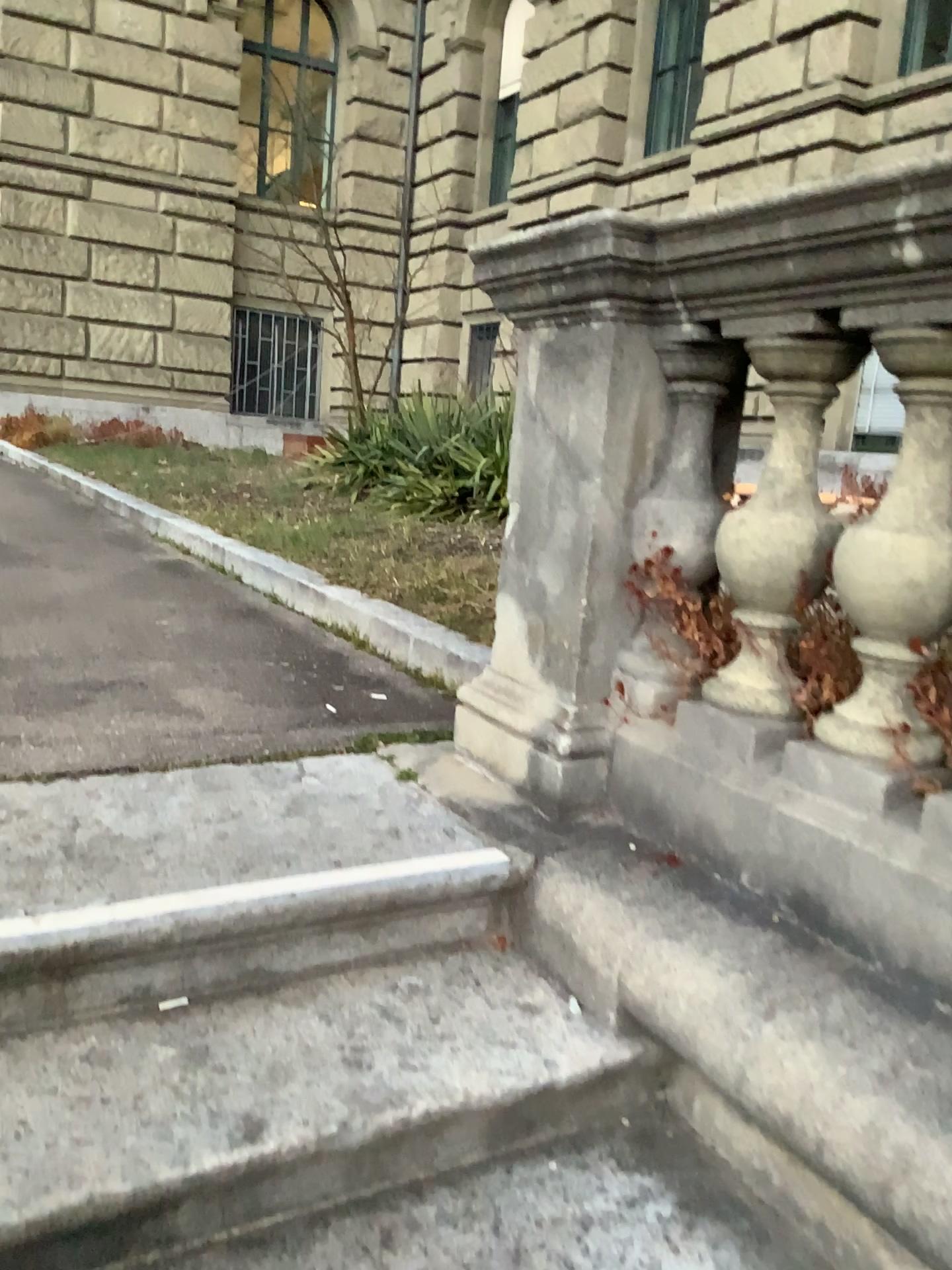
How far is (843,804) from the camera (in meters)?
1.52

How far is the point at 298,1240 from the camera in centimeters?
129cm

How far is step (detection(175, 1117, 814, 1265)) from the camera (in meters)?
1.29

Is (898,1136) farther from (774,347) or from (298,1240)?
(774,347)

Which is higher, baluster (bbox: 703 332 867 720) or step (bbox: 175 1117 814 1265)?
baluster (bbox: 703 332 867 720)

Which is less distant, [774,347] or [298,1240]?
[298,1240]

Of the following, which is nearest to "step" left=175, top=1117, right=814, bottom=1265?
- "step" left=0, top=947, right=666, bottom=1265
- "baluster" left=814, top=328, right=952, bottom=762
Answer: "step" left=0, top=947, right=666, bottom=1265

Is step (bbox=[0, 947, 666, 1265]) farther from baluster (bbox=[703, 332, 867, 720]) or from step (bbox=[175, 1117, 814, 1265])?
baluster (bbox=[703, 332, 867, 720])

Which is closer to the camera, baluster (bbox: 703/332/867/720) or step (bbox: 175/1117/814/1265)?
step (bbox: 175/1117/814/1265)

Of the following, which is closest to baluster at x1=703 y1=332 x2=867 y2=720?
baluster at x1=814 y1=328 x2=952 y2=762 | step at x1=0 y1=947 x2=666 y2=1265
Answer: baluster at x1=814 y1=328 x2=952 y2=762
